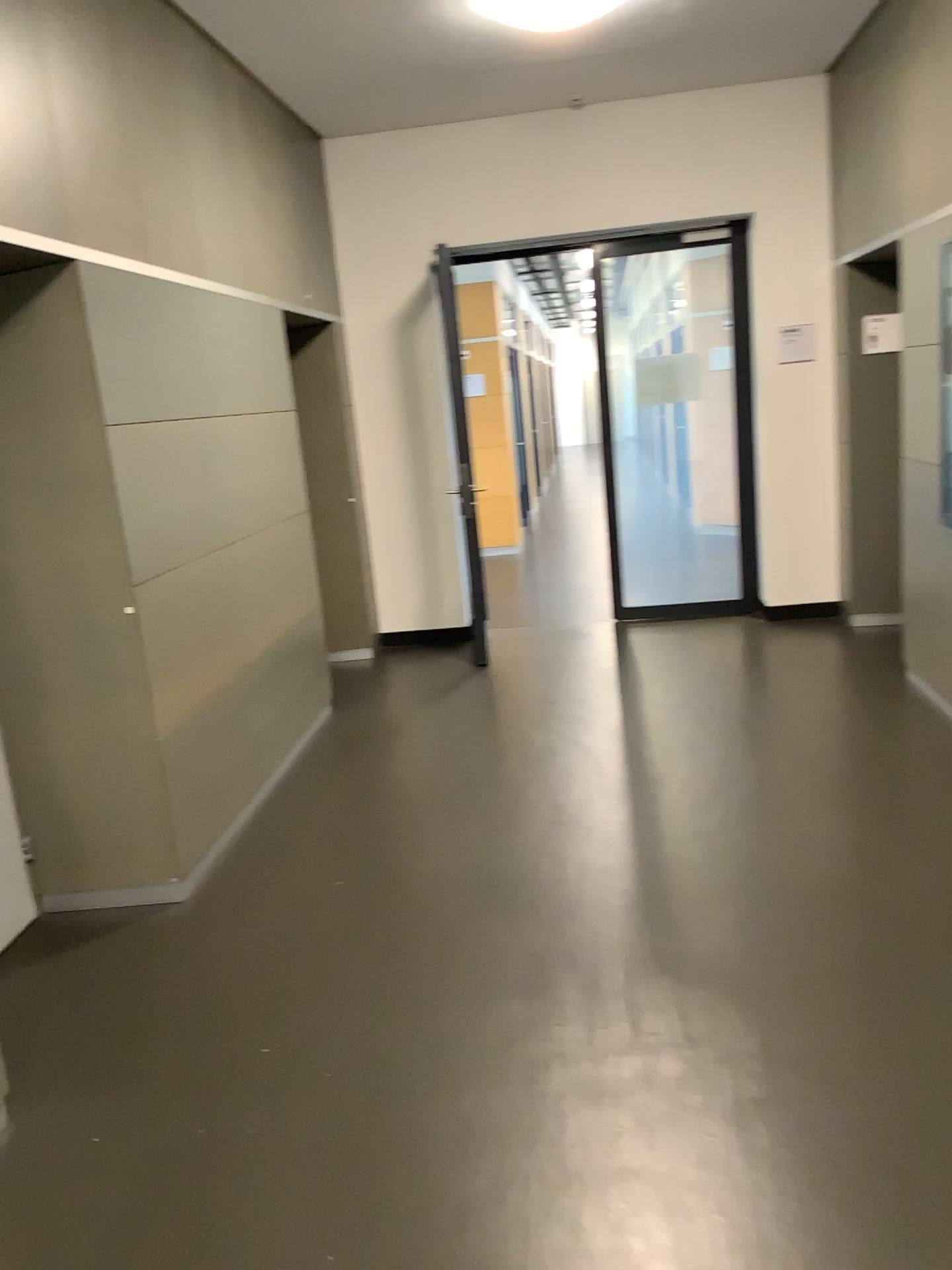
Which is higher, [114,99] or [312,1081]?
[114,99]
